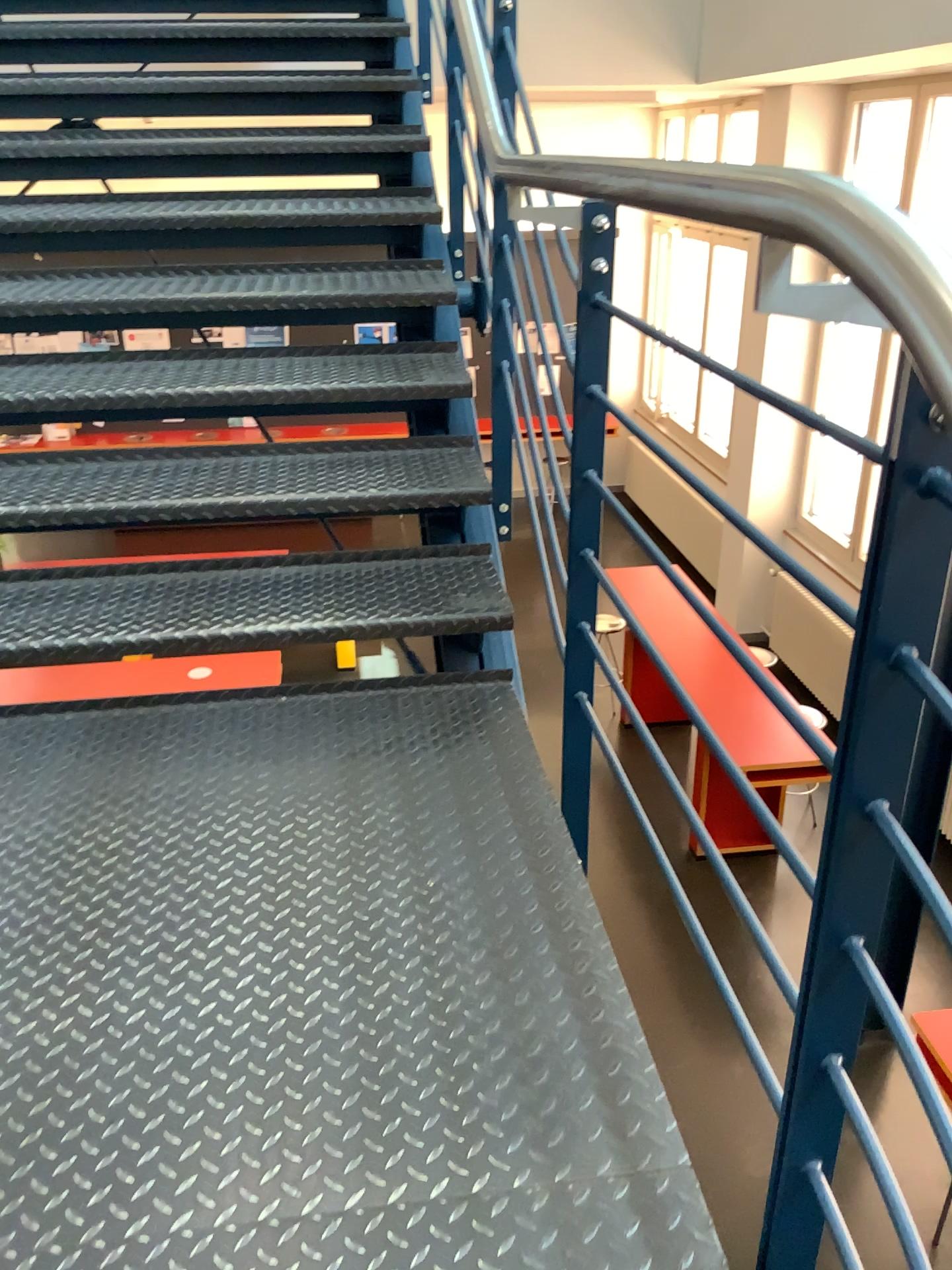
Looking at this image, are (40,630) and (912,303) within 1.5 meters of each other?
no

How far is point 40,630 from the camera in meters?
2.0 m

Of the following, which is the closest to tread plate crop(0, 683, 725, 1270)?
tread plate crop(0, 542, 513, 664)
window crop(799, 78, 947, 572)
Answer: tread plate crop(0, 542, 513, 664)

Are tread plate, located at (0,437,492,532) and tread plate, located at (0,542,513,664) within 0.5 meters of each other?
yes

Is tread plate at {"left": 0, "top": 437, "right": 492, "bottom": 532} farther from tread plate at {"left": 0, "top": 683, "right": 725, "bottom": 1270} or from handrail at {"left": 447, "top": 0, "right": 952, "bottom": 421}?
handrail at {"left": 447, "top": 0, "right": 952, "bottom": 421}

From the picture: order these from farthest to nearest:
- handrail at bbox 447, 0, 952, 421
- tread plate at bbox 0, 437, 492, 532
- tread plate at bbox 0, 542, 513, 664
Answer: tread plate at bbox 0, 437, 492, 532
tread plate at bbox 0, 542, 513, 664
handrail at bbox 447, 0, 952, 421

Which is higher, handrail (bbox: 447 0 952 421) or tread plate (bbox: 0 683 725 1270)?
handrail (bbox: 447 0 952 421)

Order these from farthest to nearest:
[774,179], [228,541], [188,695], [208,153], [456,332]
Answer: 1. [208,153]
2. [456,332]
3. [228,541]
4. [188,695]
5. [774,179]

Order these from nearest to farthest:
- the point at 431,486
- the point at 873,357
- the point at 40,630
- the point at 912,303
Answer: the point at 912,303, the point at 873,357, the point at 40,630, the point at 431,486

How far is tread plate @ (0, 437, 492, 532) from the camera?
2.3 meters
